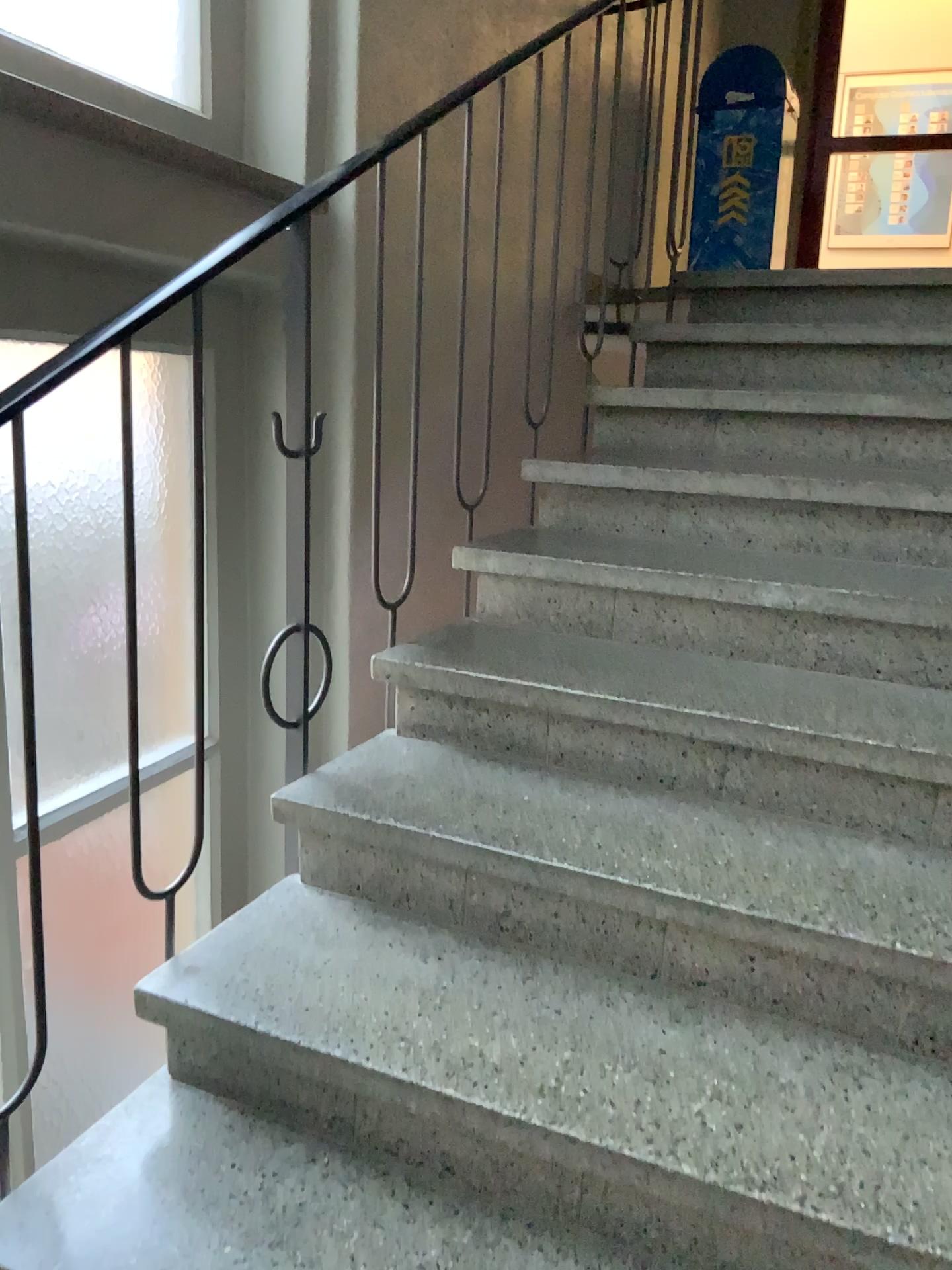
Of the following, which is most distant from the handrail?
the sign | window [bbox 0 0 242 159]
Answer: the sign

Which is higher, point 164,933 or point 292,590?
point 292,590

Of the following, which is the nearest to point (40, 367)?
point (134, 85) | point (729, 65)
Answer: point (134, 85)

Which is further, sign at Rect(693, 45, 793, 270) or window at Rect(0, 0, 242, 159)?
sign at Rect(693, 45, 793, 270)

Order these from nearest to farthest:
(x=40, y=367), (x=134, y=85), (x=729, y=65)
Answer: (x=40, y=367) → (x=134, y=85) → (x=729, y=65)

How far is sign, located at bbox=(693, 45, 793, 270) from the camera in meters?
4.4

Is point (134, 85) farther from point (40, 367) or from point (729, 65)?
point (729, 65)

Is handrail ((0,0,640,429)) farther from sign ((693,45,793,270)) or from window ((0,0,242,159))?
sign ((693,45,793,270))

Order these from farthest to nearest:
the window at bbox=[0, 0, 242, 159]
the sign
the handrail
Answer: the sign
the window at bbox=[0, 0, 242, 159]
the handrail
